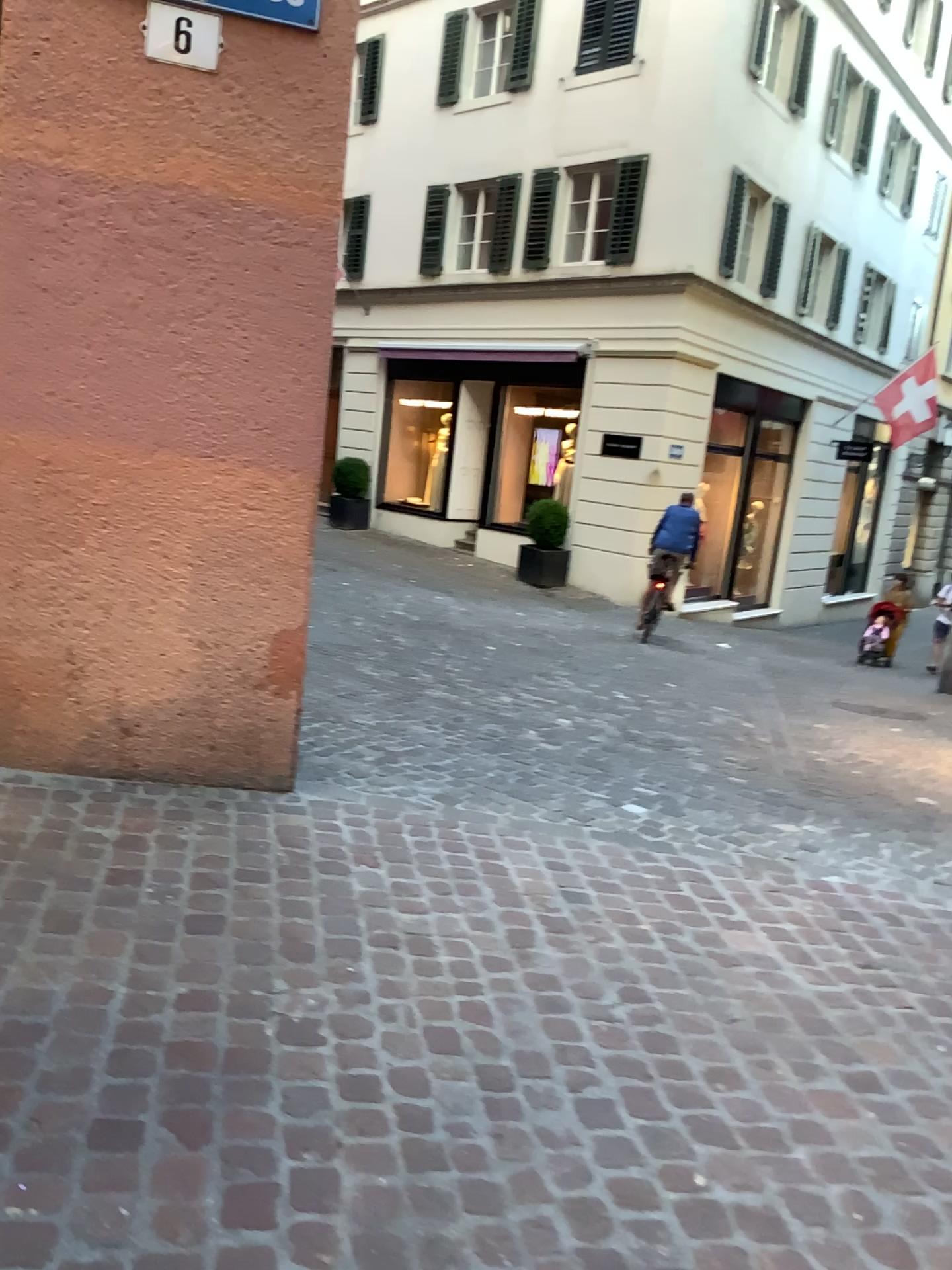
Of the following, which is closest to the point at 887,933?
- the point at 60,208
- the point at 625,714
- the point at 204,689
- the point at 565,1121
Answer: the point at 565,1121
